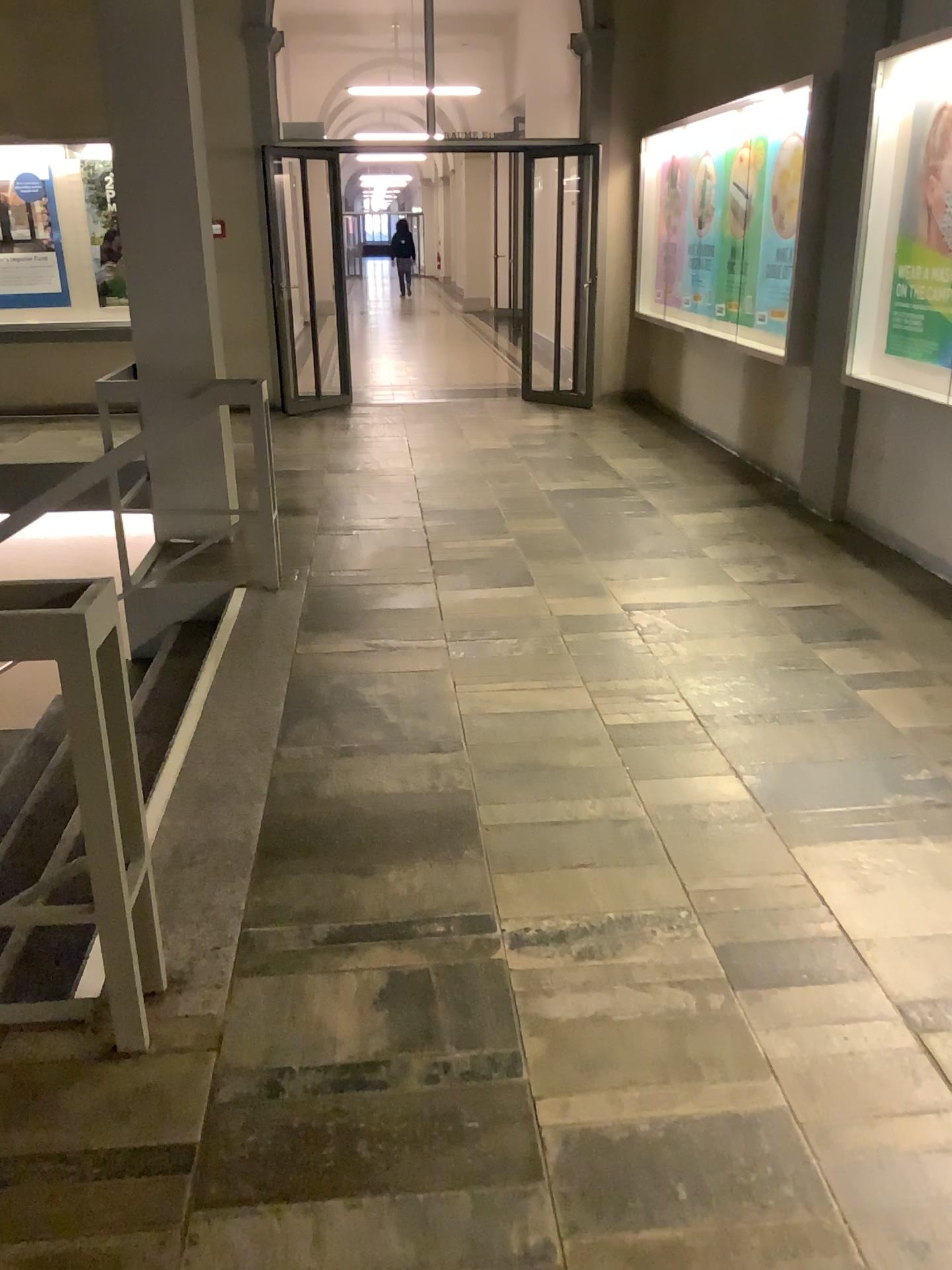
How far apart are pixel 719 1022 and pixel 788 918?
0.4m
